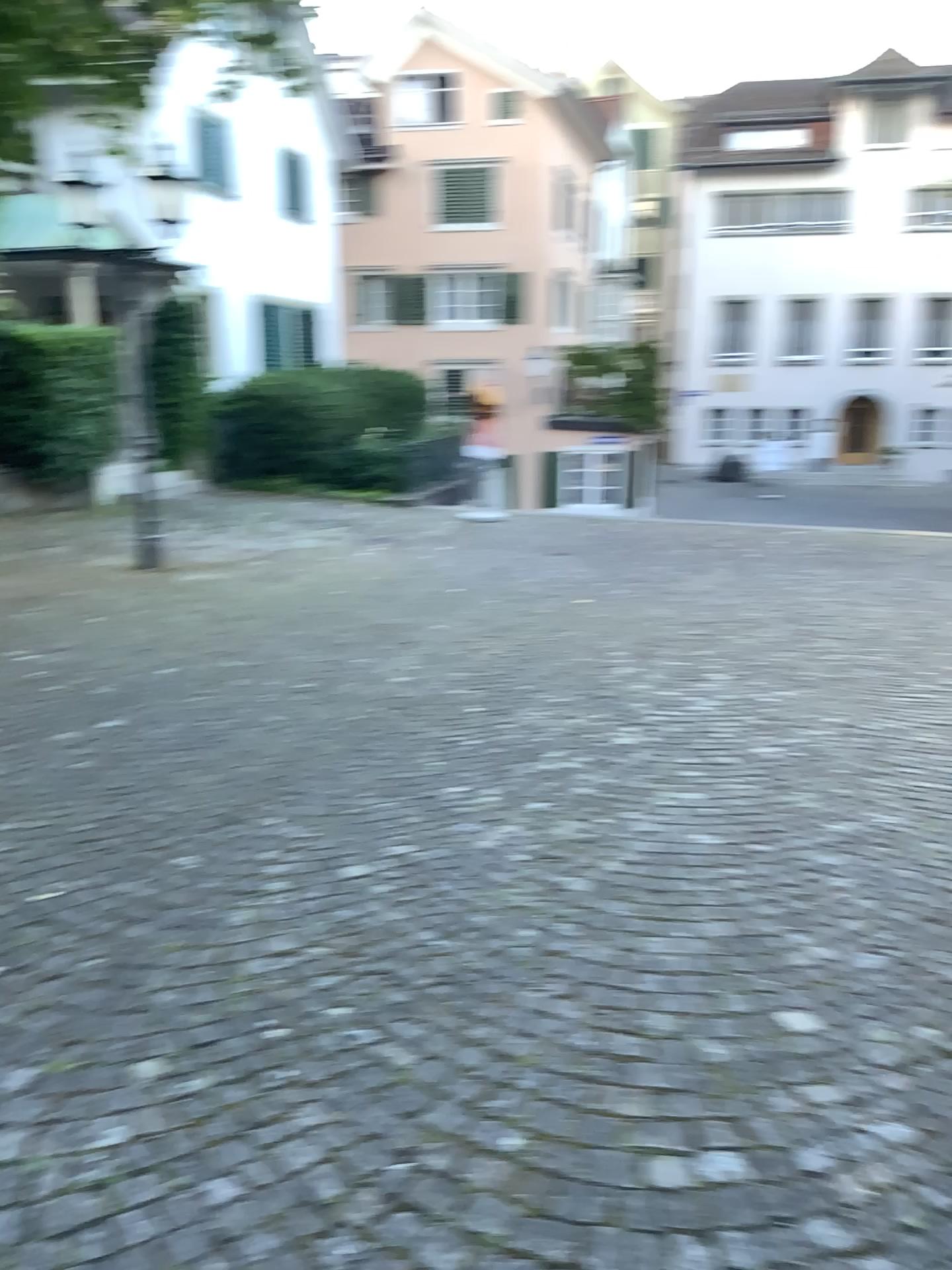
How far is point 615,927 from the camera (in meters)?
2.98
